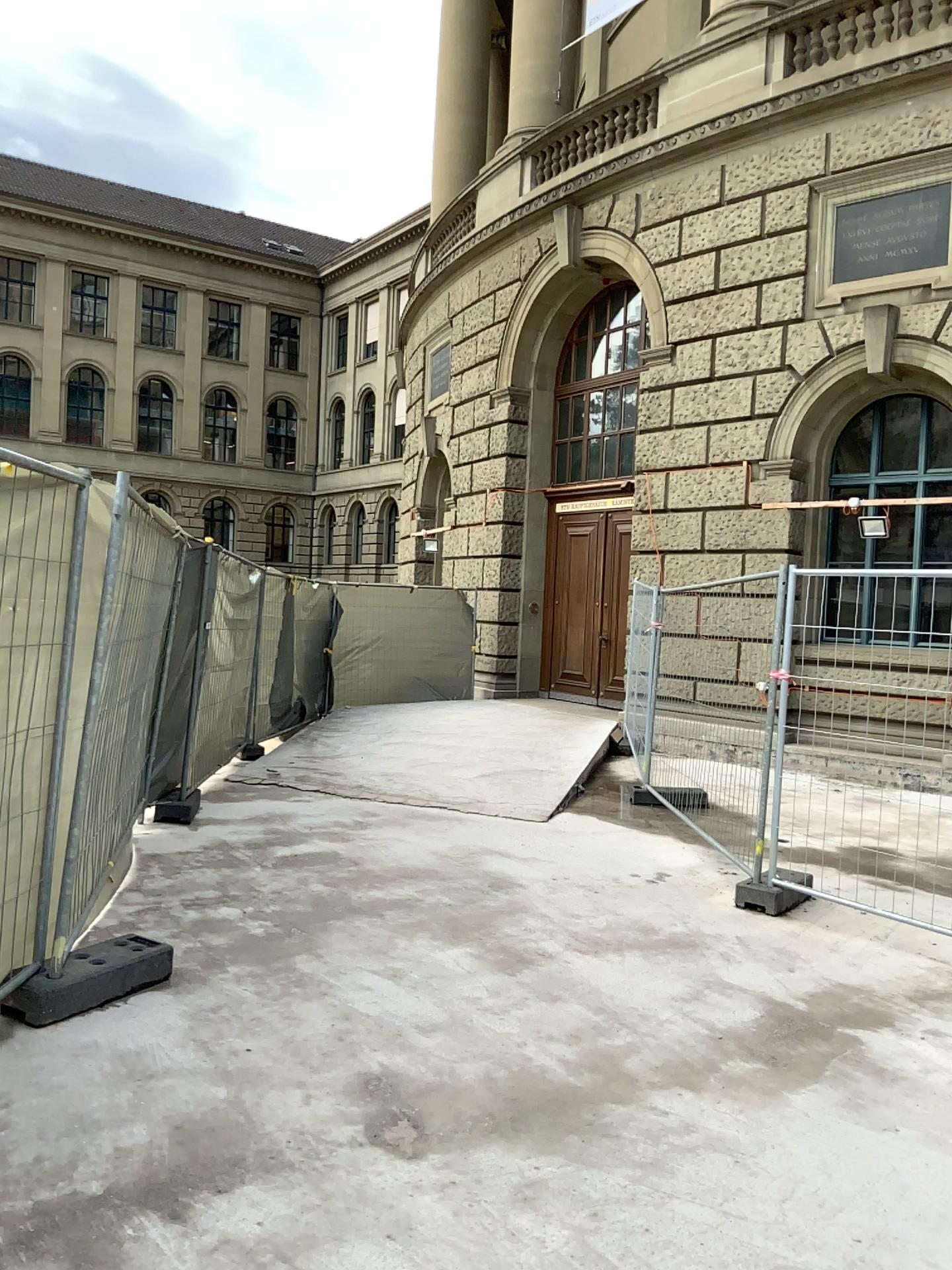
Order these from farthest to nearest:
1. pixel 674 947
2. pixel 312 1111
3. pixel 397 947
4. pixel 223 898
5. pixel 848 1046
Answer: pixel 223 898 < pixel 674 947 < pixel 397 947 < pixel 848 1046 < pixel 312 1111
